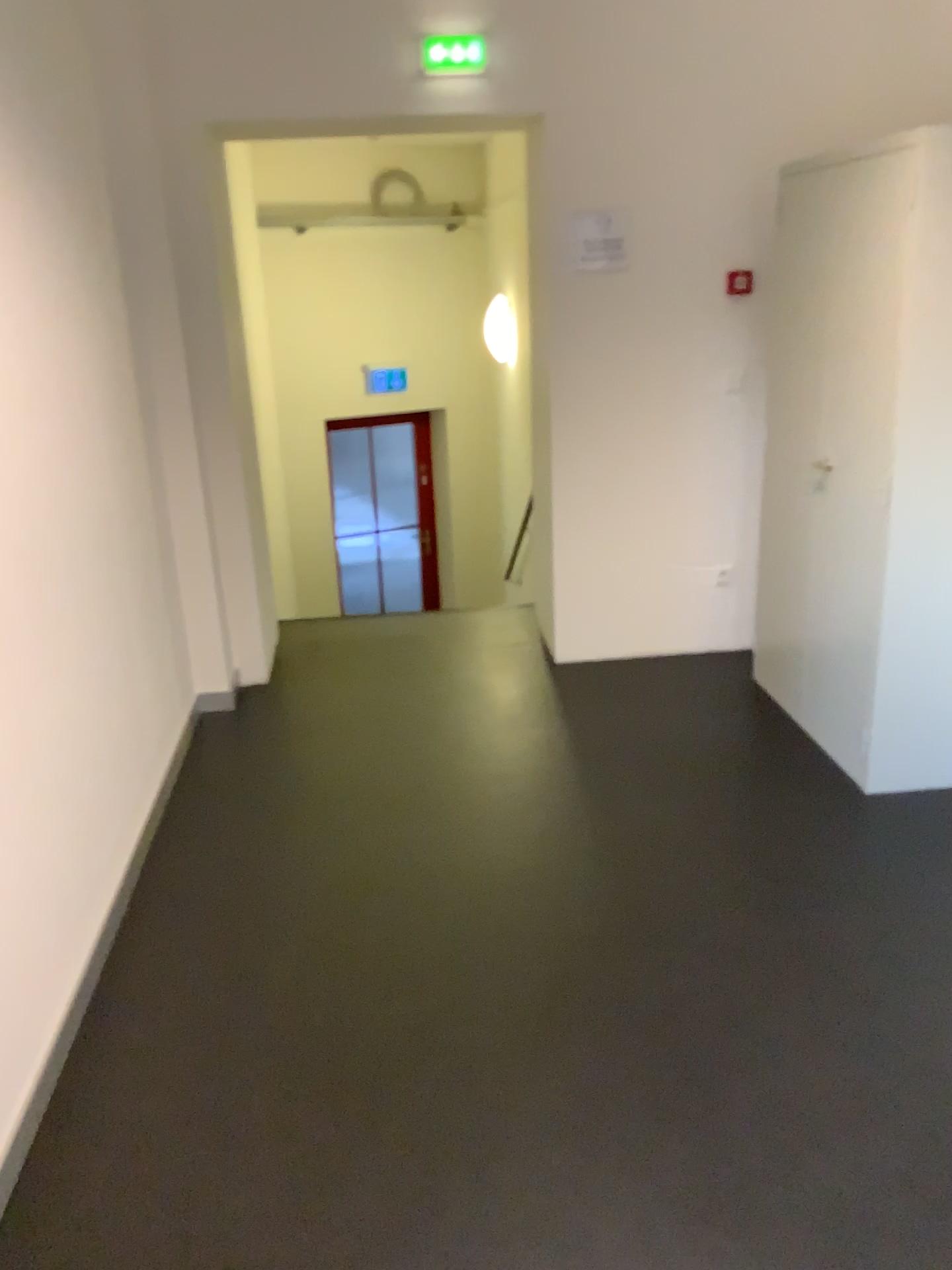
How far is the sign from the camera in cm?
391

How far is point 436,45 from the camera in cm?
369

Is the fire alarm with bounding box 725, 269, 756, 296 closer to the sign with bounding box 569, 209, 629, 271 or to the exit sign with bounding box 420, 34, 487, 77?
the sign with bounding box 569, 209, 629, 271

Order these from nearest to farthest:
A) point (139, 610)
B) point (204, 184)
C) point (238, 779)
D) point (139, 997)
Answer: point (139, 997) → point (139, 610) → point (238, 779) → point (204, 184)

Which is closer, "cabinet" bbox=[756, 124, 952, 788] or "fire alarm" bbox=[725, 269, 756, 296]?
"cabinet" bbox=[756, 124, 952, 788]

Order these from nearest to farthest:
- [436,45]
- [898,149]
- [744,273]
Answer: [898,149] < [436,45] < [744,273]

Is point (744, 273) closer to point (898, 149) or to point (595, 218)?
point (595, 218)

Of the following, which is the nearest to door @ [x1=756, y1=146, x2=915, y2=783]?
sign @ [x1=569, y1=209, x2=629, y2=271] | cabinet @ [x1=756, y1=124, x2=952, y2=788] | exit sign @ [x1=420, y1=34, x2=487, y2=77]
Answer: cabinet @ [x1=756, y1=124, x2=952, y2=788]

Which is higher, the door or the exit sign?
the exit sign

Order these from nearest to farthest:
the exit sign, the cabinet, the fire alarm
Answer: the cabinet < the exit sign < the fire alarm
